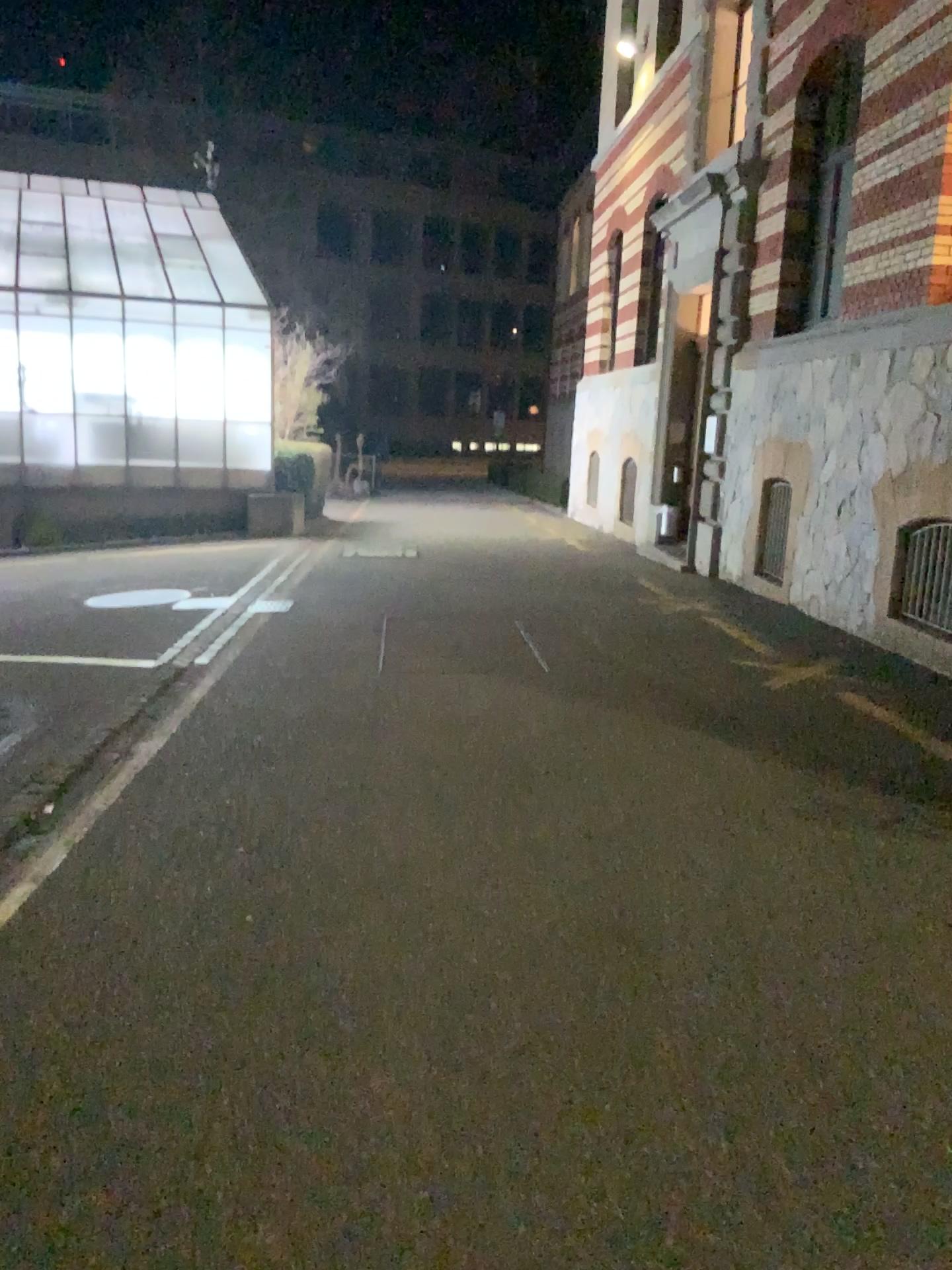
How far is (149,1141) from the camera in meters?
2.3
